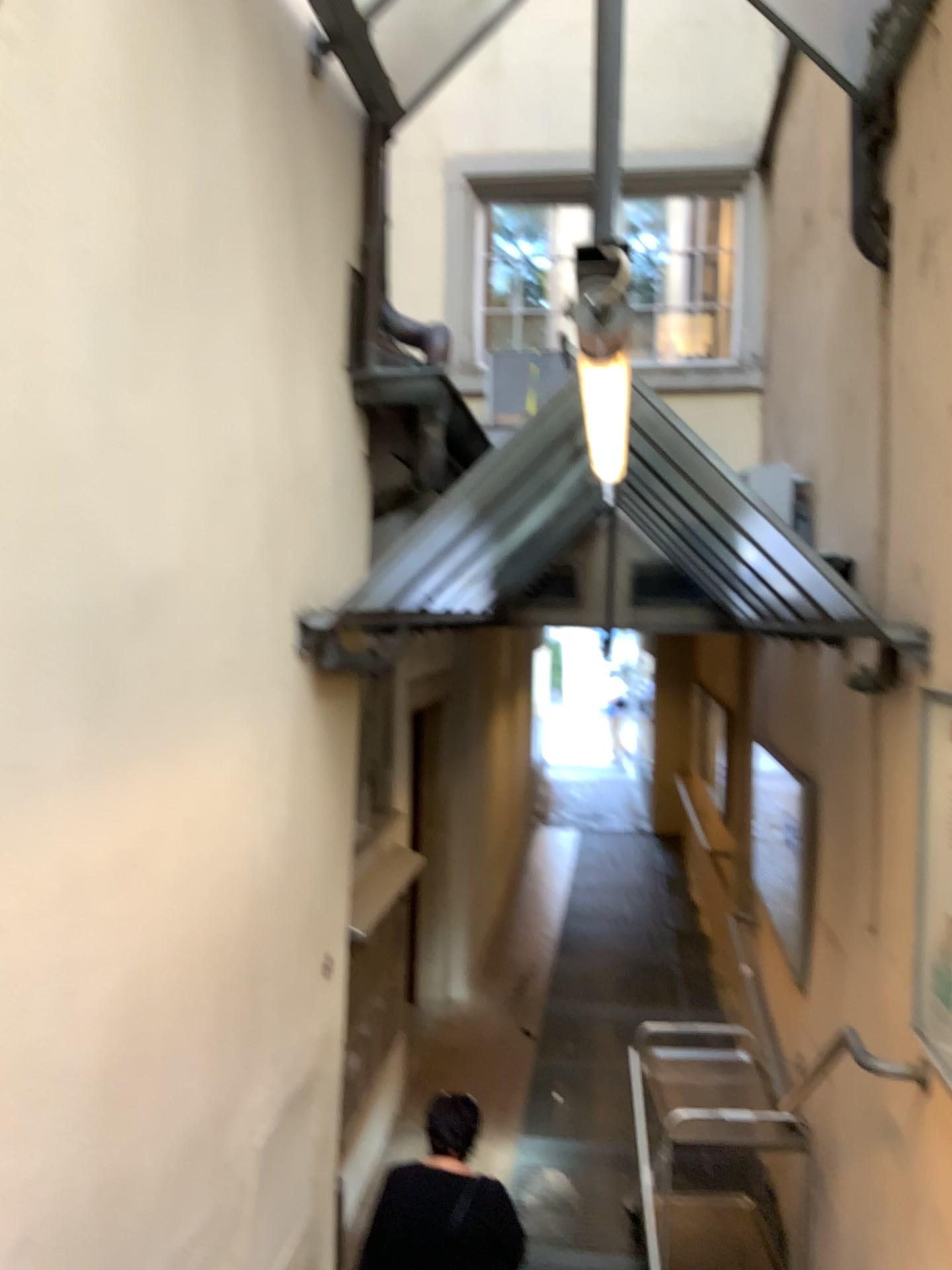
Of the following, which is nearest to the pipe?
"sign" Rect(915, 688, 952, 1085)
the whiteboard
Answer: "sign" Rect(915, 688, 952, 1085)

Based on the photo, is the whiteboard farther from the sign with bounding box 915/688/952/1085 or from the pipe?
the pipe

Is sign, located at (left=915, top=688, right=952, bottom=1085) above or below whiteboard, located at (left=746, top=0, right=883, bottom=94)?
below

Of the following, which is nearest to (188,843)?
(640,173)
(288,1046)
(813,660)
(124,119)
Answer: (288,1046)

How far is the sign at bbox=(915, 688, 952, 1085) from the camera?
2.7m

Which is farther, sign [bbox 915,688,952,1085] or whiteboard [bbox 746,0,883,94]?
whiteboard [bbox 746,0,883,94]

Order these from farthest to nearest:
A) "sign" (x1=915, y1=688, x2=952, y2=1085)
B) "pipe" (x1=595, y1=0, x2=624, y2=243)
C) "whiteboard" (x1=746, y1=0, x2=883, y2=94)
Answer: "whiteboard" (x1=746, y1=0, x2=883, y2=94), "sign" (x1=915, y1=688, x2=952, y2=1085), "pipe" (x1=595, y1=0, x2=624, y2=243)

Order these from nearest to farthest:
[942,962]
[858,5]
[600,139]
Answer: [600,139] < [942,962] < [858,5]

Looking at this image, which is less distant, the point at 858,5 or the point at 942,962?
the point at 942,962

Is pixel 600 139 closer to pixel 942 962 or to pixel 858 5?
pixel 942 962
